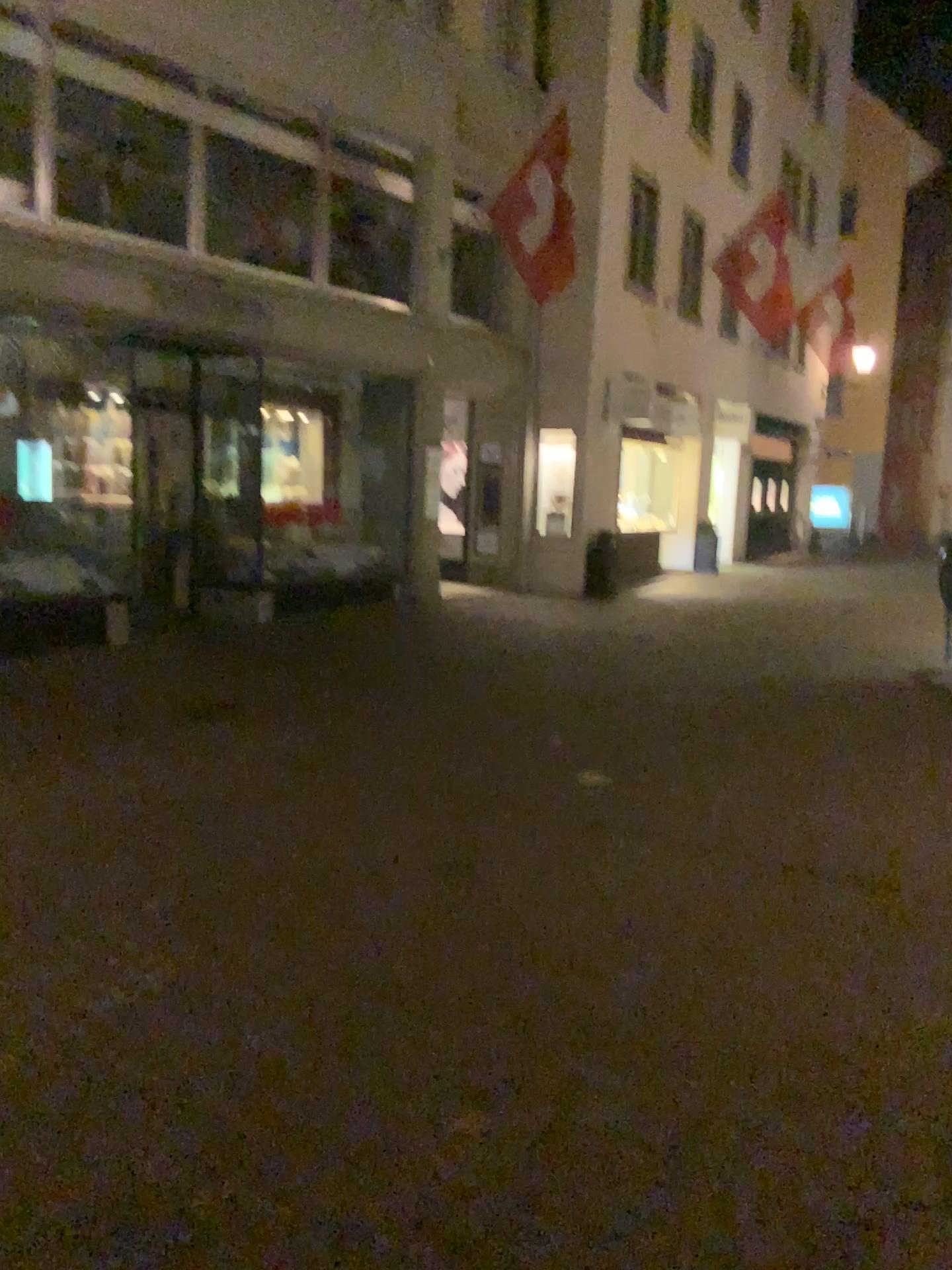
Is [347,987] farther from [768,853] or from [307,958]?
[768,853]
